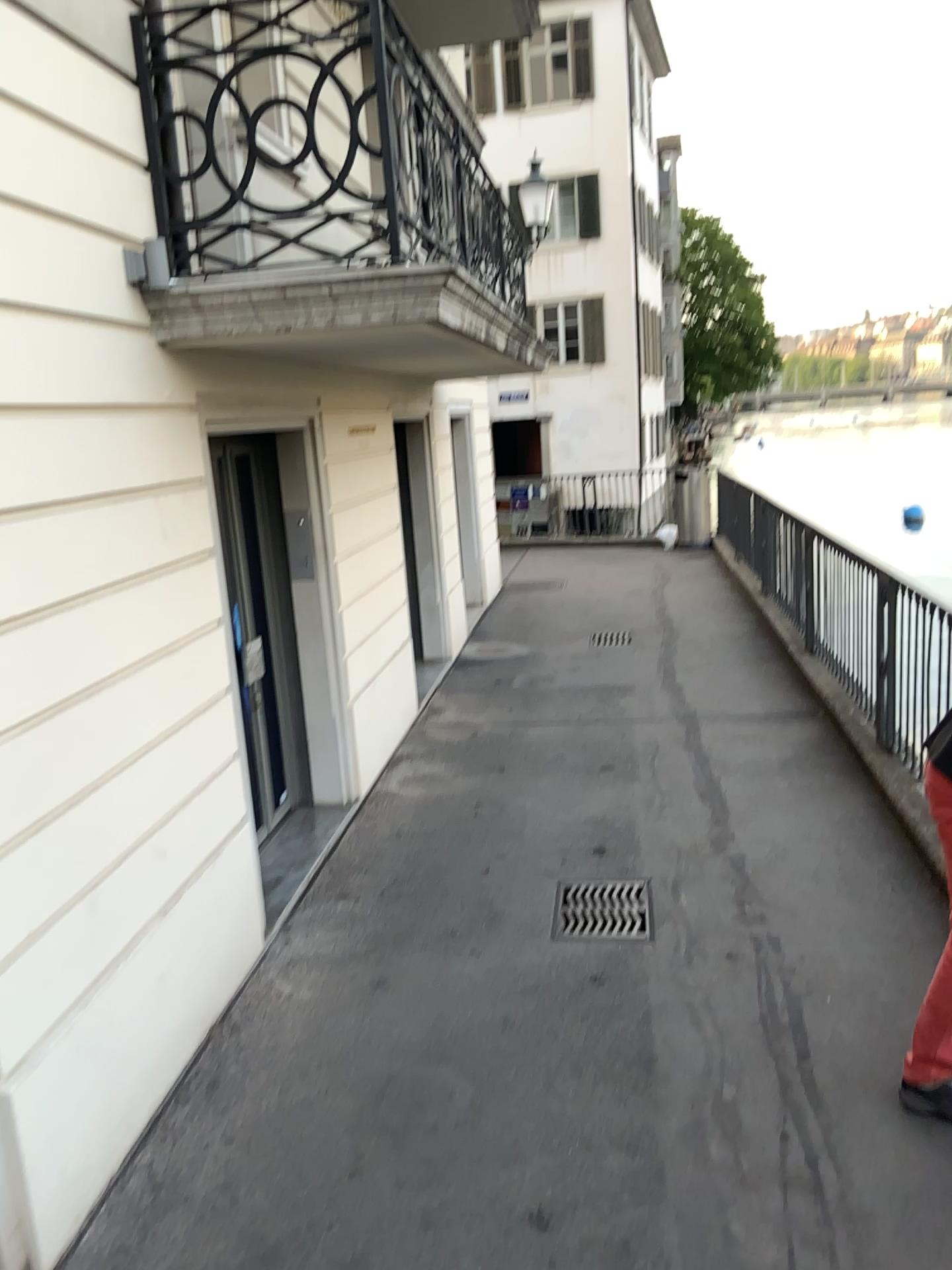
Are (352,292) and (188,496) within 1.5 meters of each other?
yes
